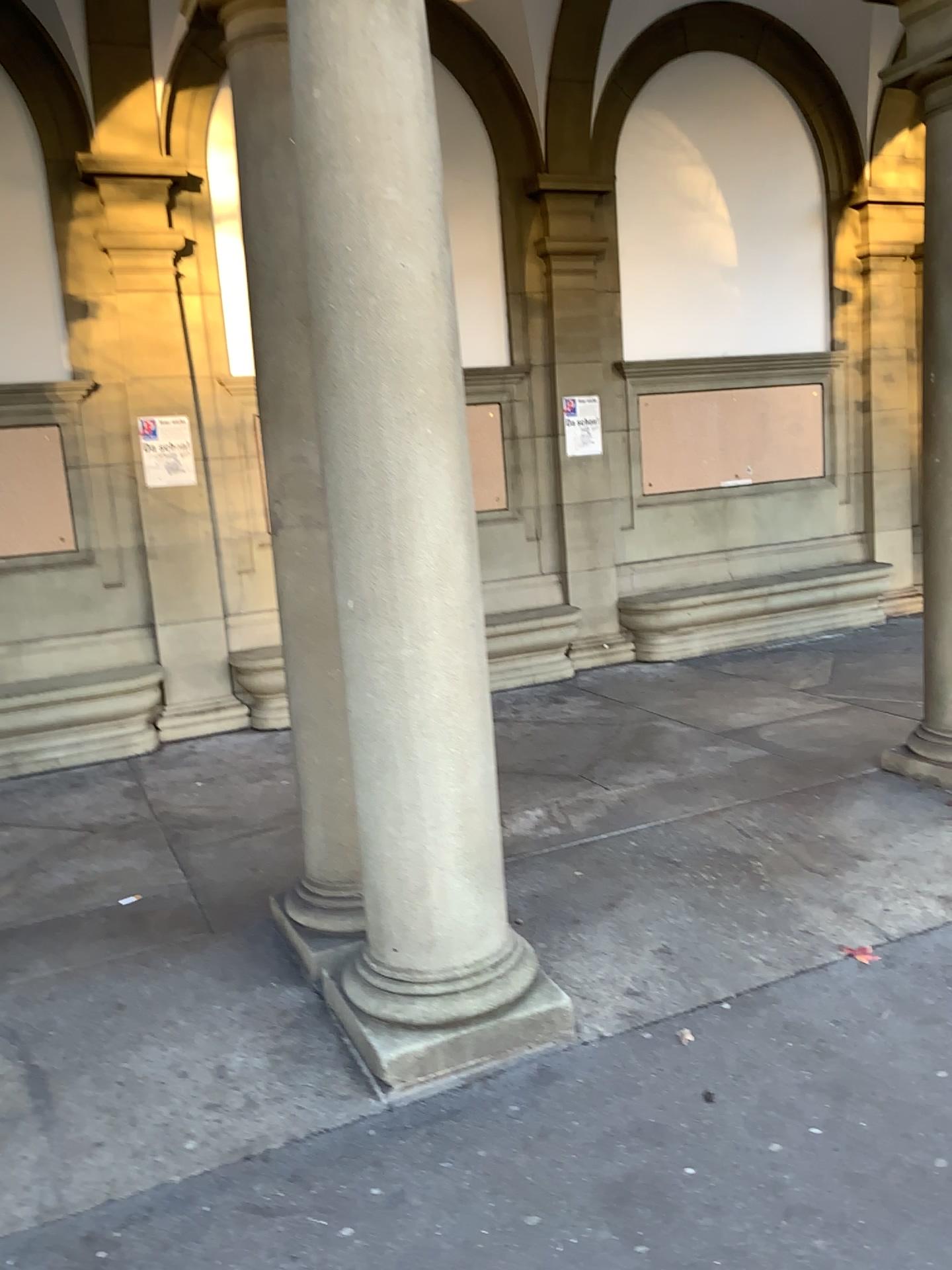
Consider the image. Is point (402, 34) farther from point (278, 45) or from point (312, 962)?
point (312, 962)

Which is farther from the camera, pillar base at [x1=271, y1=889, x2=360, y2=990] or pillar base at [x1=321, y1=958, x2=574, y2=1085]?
pillar base at [x1=271, y1=889, x2=360, y2=990]

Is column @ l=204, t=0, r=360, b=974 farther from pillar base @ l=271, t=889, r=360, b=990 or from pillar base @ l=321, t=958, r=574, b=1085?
pillar base @ l=321, t=958, r=574, b=1085

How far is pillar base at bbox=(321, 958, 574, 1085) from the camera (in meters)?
2.79

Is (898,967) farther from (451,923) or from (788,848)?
(451,923)

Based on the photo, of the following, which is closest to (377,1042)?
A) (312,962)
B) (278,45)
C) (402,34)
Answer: (312,962)

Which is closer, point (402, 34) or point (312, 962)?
point (402, 34)

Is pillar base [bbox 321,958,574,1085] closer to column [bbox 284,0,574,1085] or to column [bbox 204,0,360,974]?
column [bbox 284,0,574,1085]

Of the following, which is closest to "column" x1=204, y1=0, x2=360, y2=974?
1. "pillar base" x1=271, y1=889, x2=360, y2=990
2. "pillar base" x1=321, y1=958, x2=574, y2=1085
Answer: "pillar base" x1=271, y1=889, x2=360, y2=990

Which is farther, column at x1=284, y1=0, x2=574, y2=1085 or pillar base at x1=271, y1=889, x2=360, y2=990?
pillar base at x1=271, y1=889, x2=360, y2=990
